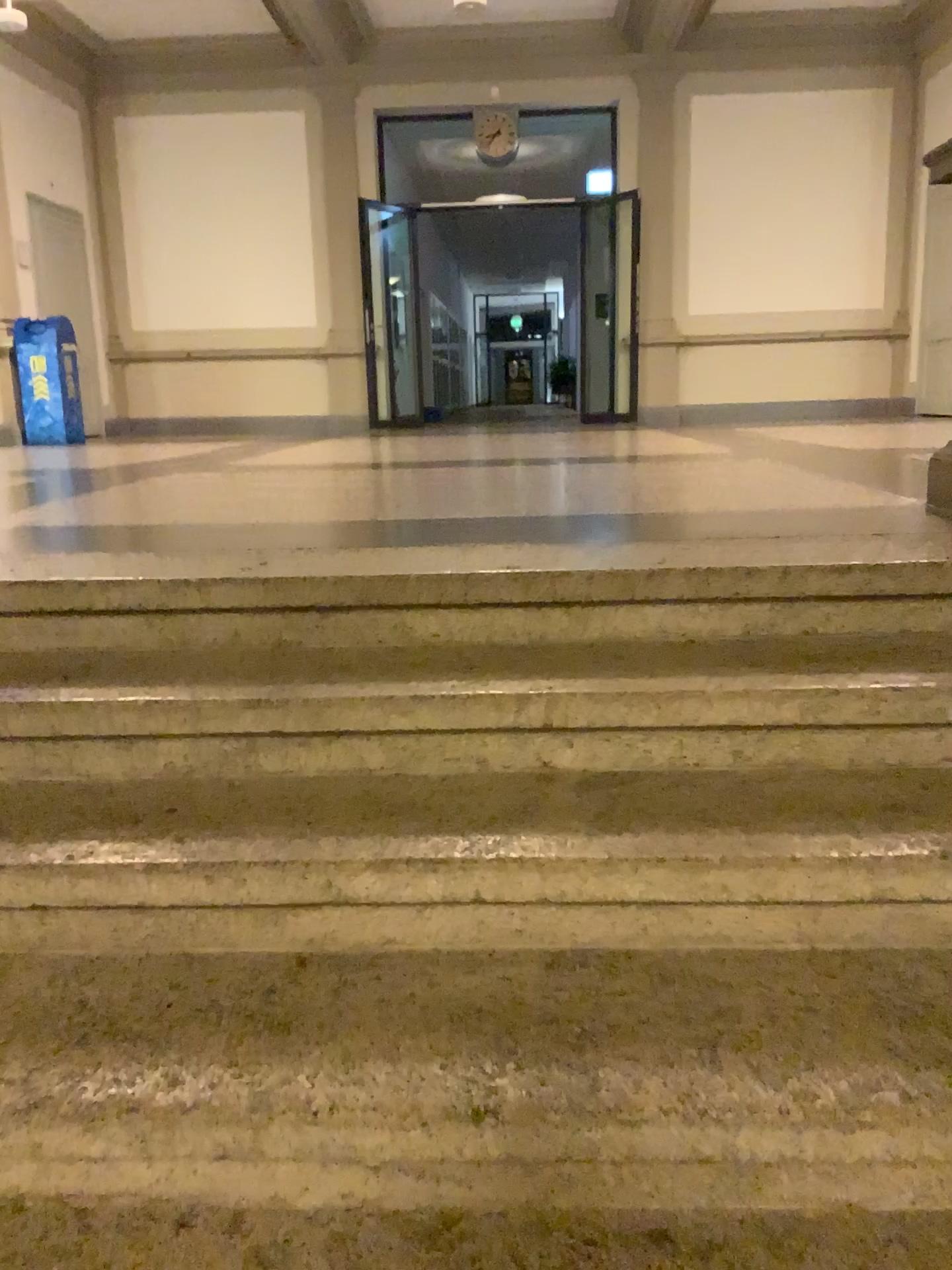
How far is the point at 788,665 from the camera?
1.9m
